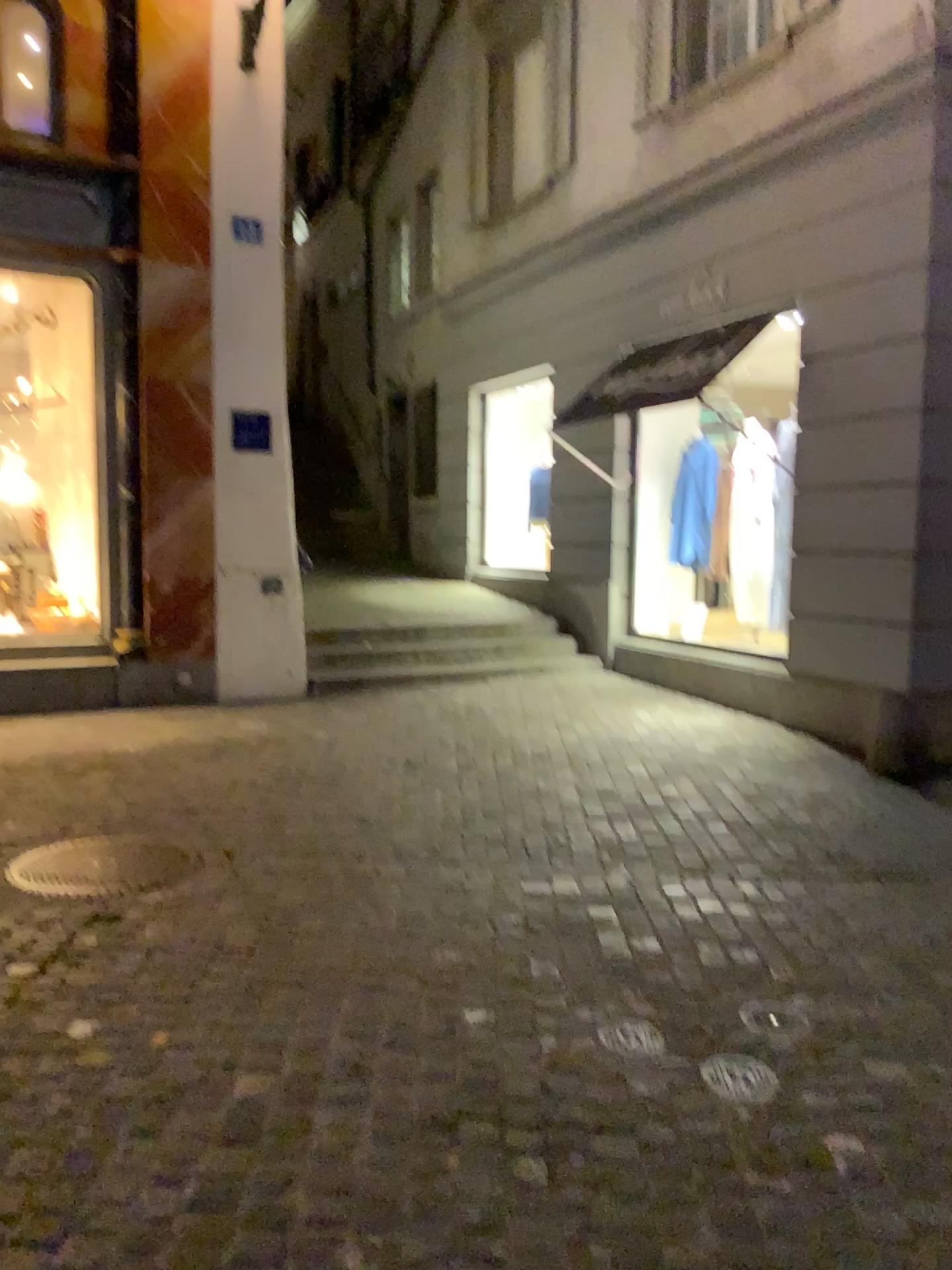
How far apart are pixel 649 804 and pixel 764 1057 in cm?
227
